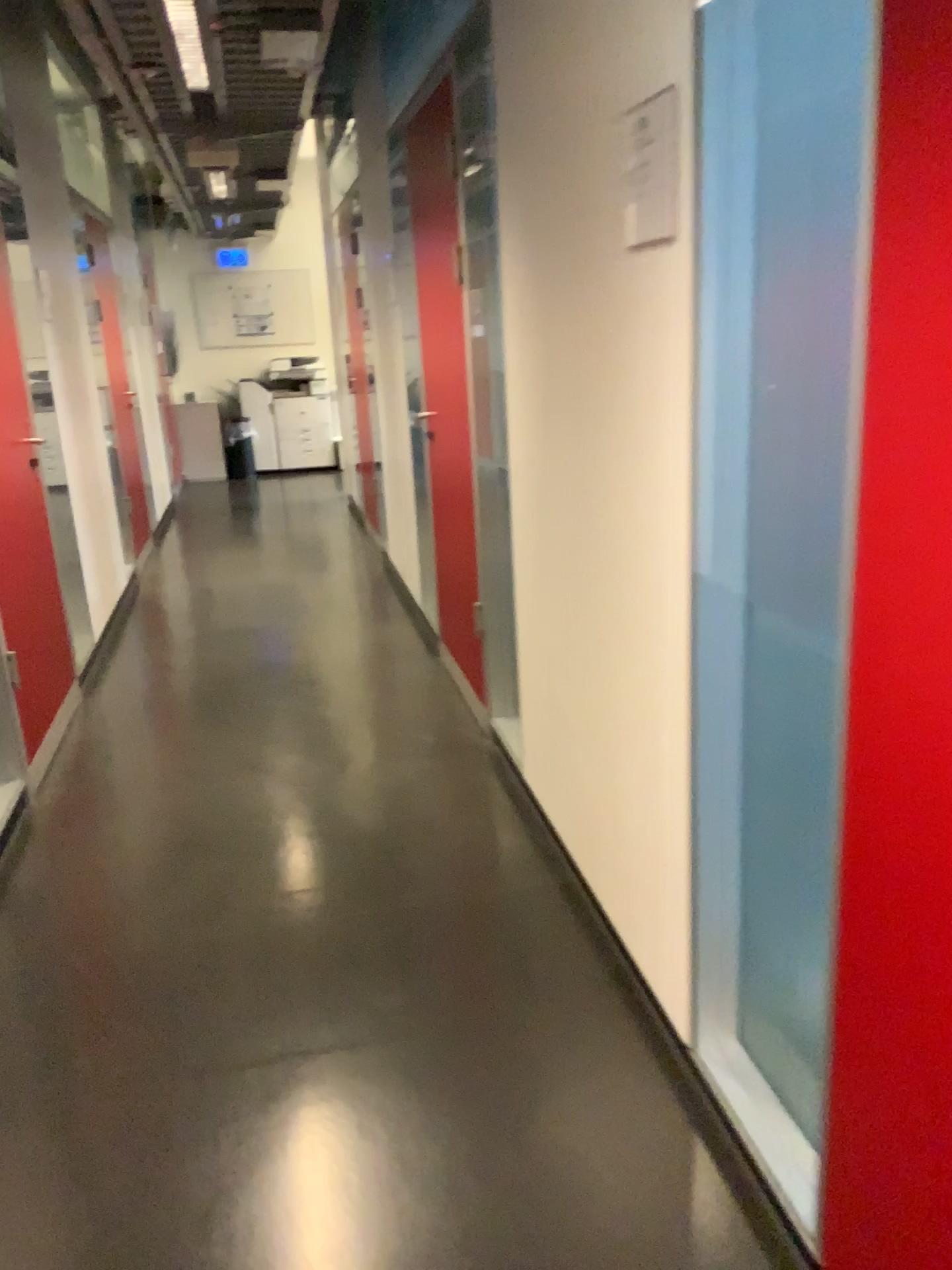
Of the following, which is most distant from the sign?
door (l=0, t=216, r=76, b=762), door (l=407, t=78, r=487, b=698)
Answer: door (l=0, t=216, r=76, b=762)

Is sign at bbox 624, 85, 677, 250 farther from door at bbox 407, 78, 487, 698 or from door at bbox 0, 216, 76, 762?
door at bbox 0, 216, 76, 762

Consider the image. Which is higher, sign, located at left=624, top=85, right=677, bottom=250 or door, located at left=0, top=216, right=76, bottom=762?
sign, located at left=624, top=85, right=677, bottom=250

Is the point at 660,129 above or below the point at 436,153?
below

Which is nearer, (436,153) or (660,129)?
(660,129)

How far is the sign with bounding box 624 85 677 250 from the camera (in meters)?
1.56

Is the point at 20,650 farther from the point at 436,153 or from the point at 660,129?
the point at 660,129

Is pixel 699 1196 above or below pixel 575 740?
below

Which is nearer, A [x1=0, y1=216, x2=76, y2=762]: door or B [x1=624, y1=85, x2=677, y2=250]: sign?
B [x1=624, y1=85, x2=677, y2=250]: sign
